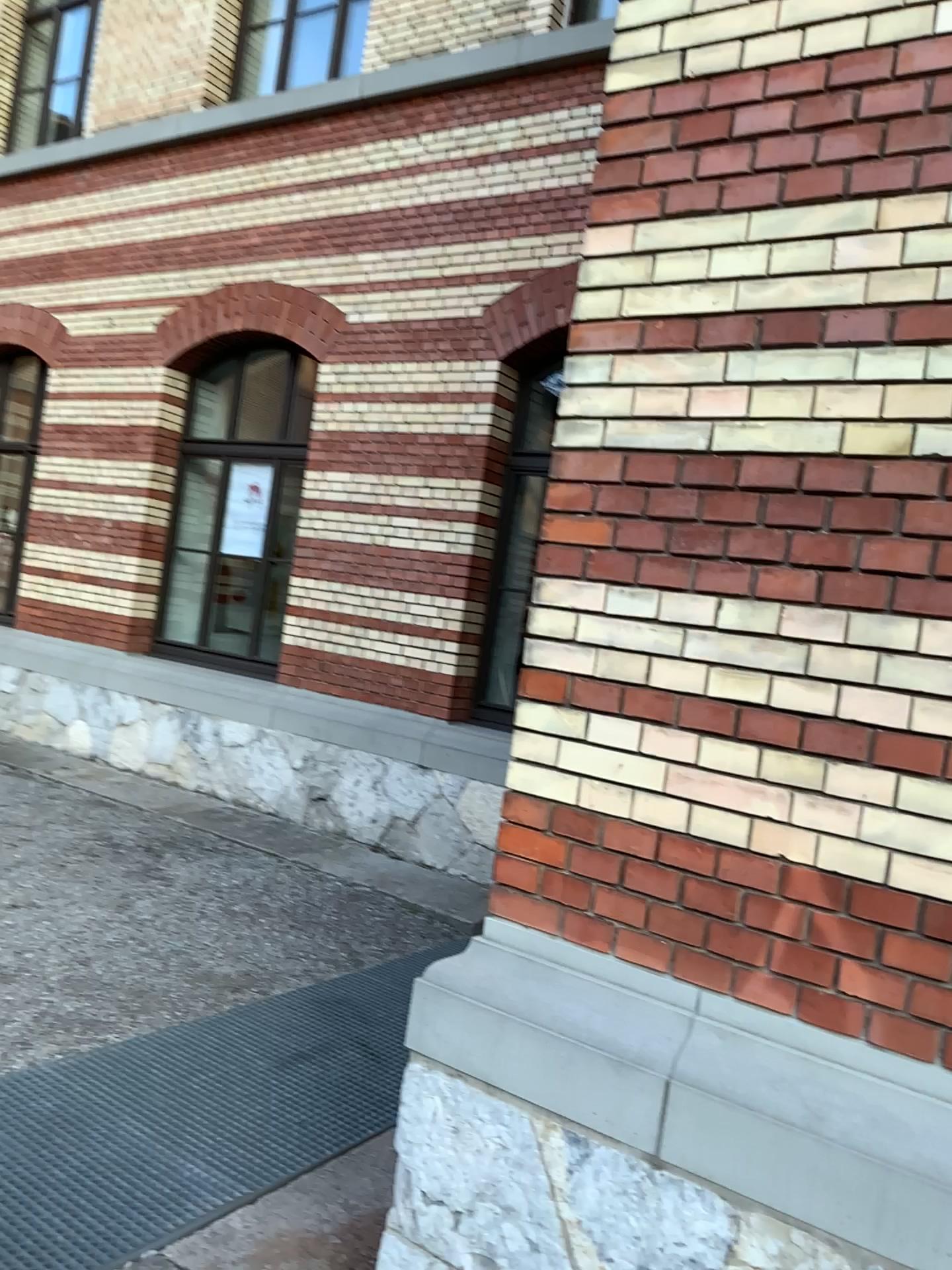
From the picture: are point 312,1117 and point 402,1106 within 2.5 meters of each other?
yes
